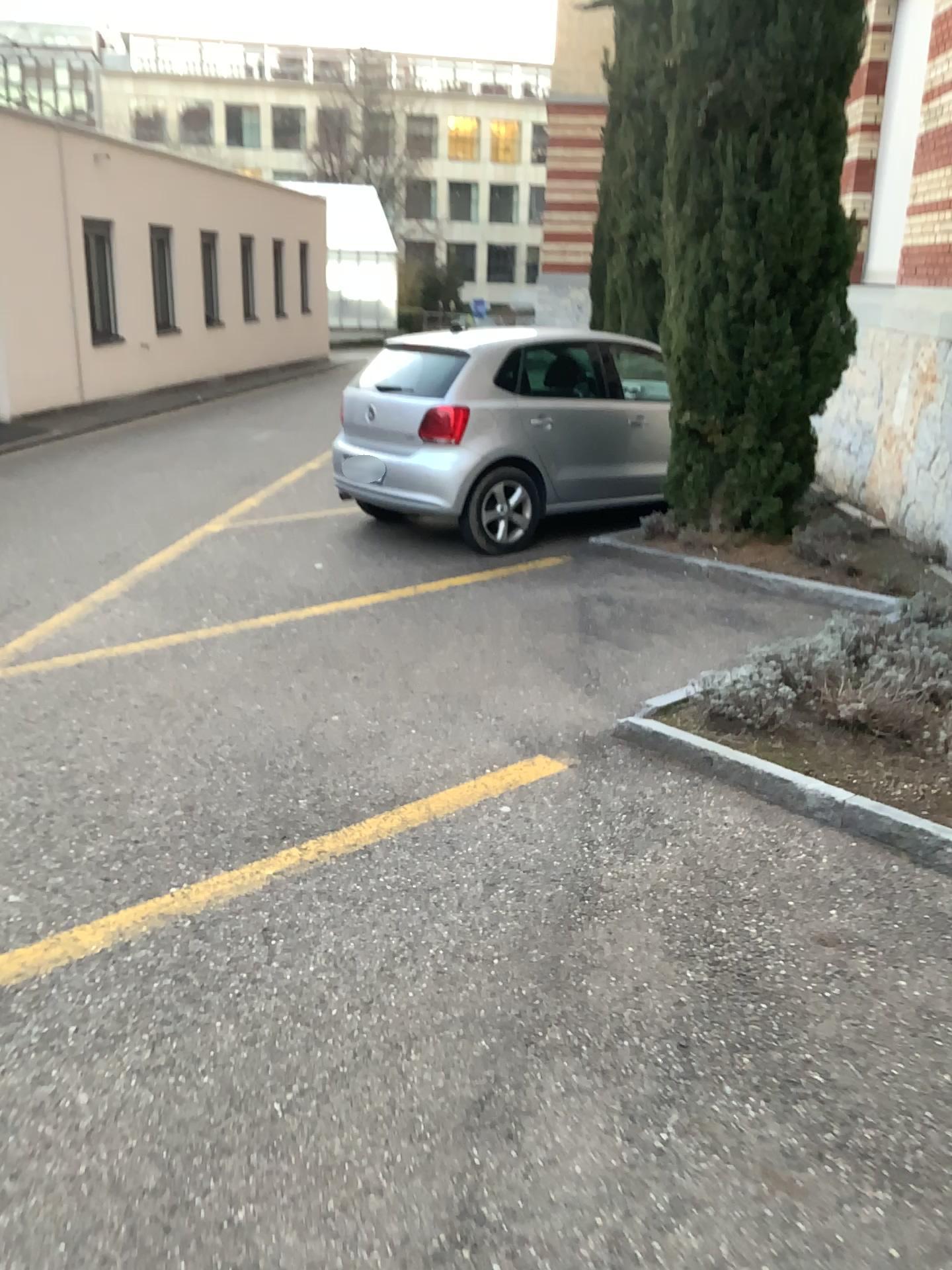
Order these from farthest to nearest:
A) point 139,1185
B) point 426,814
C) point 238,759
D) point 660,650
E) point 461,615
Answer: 1. point 461,615
2. point 660,650
3. point 238,759
4. point 426,814
5. point 139,1185
